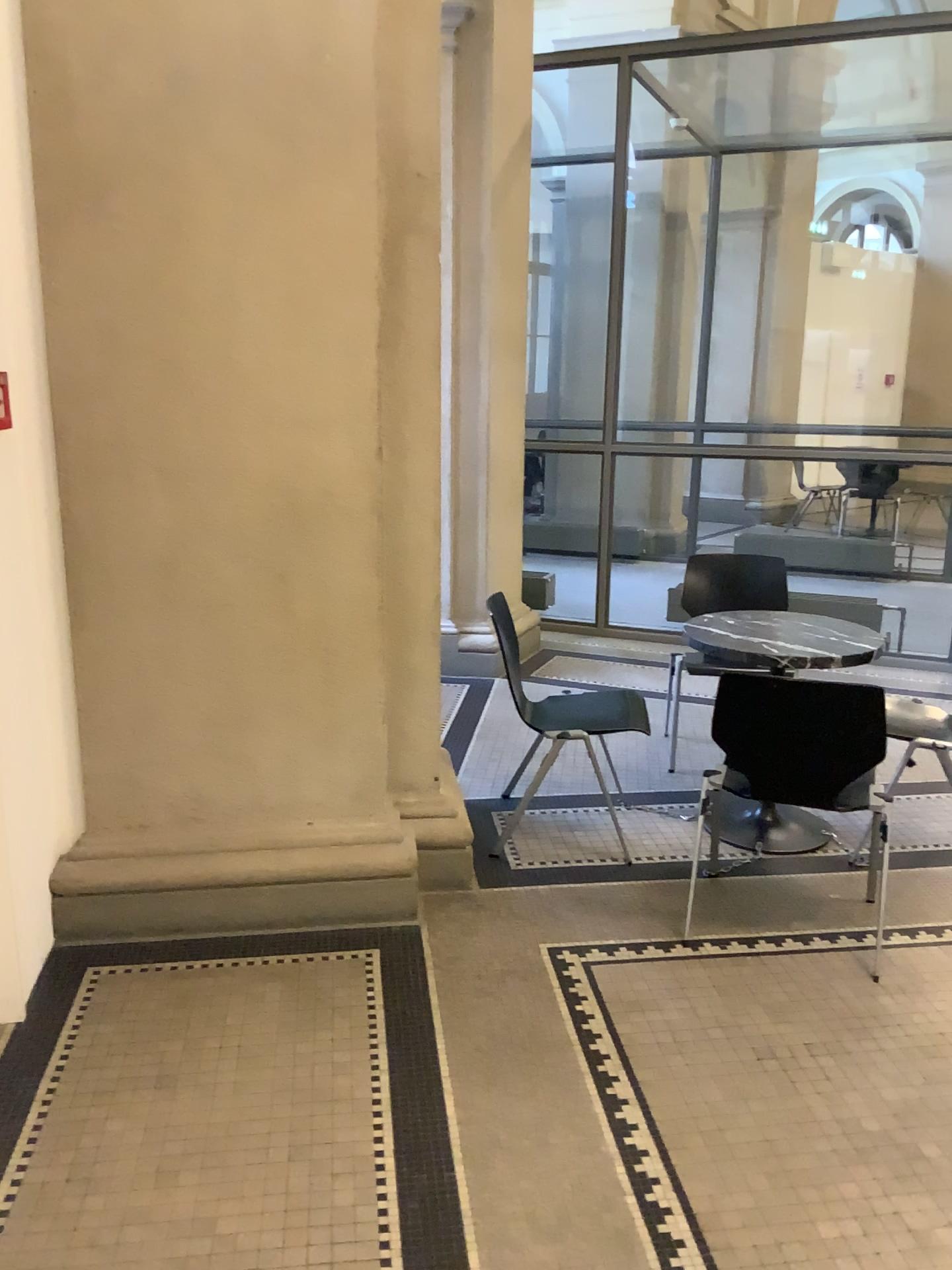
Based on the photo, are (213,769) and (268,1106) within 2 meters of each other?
yes

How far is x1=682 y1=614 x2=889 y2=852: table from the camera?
3.37m

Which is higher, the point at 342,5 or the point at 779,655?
the point at 342,5

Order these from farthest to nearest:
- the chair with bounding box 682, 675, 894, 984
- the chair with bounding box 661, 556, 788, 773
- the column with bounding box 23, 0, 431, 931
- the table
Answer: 1. the chair with bounding box 661, 556, 788, 773
2. the table
3. the chair with bounding box 682, 675, 894, 984
4. the column with bounding box 23, 0, 431, 931

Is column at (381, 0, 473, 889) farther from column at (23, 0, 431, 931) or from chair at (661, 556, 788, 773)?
chair at (661, 556, 788, 773)

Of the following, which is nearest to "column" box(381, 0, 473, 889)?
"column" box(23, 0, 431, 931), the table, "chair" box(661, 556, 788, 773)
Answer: "column" box(23, 0, 431, 931)

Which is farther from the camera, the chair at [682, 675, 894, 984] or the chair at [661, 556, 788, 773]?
the chair at [661, 556, 788, 773]

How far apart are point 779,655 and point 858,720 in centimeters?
44cm

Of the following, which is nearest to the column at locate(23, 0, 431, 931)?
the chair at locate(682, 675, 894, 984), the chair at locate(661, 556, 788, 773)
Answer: the chair at locate(682, 675, 894, 984)

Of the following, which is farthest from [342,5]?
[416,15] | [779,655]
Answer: [779,655]
